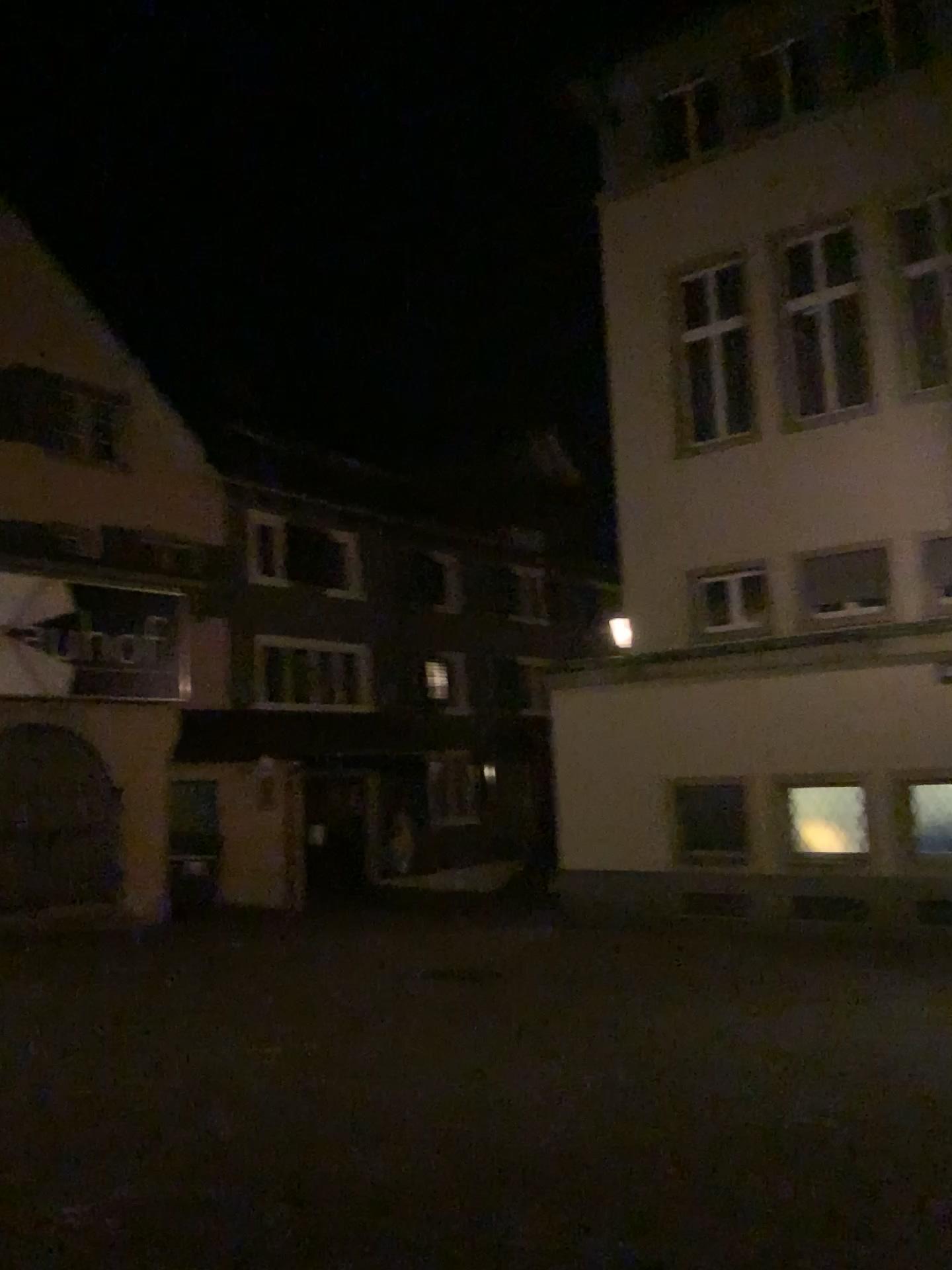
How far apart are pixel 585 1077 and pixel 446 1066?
0.7 meters
